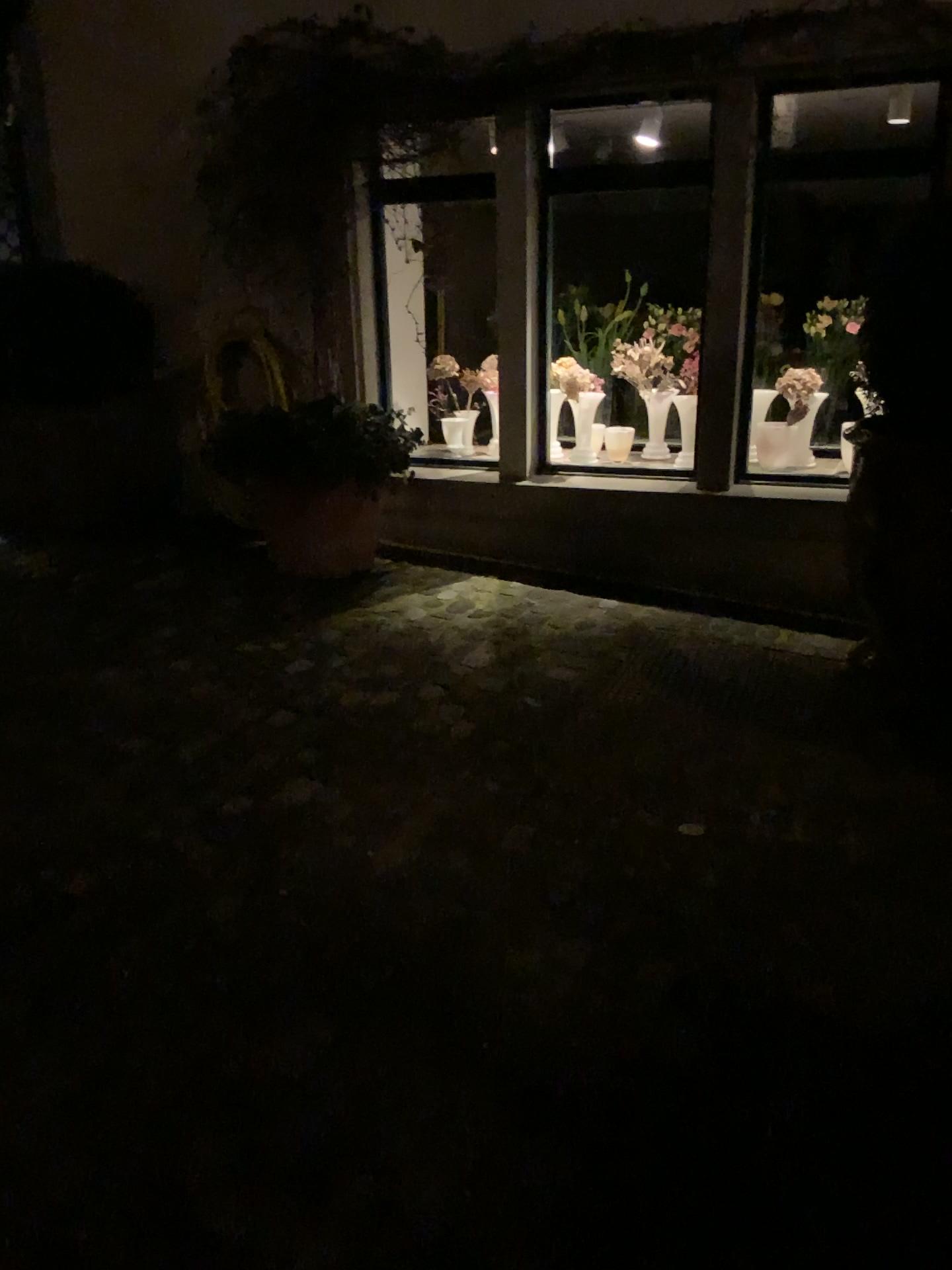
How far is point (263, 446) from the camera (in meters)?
3.98

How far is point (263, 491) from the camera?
4.0m

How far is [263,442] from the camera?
4.0m

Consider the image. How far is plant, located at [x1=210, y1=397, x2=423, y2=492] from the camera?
4.0m

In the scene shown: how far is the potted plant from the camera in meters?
4.0

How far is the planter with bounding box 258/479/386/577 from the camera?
4.03m

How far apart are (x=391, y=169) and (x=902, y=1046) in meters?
3.3 m
